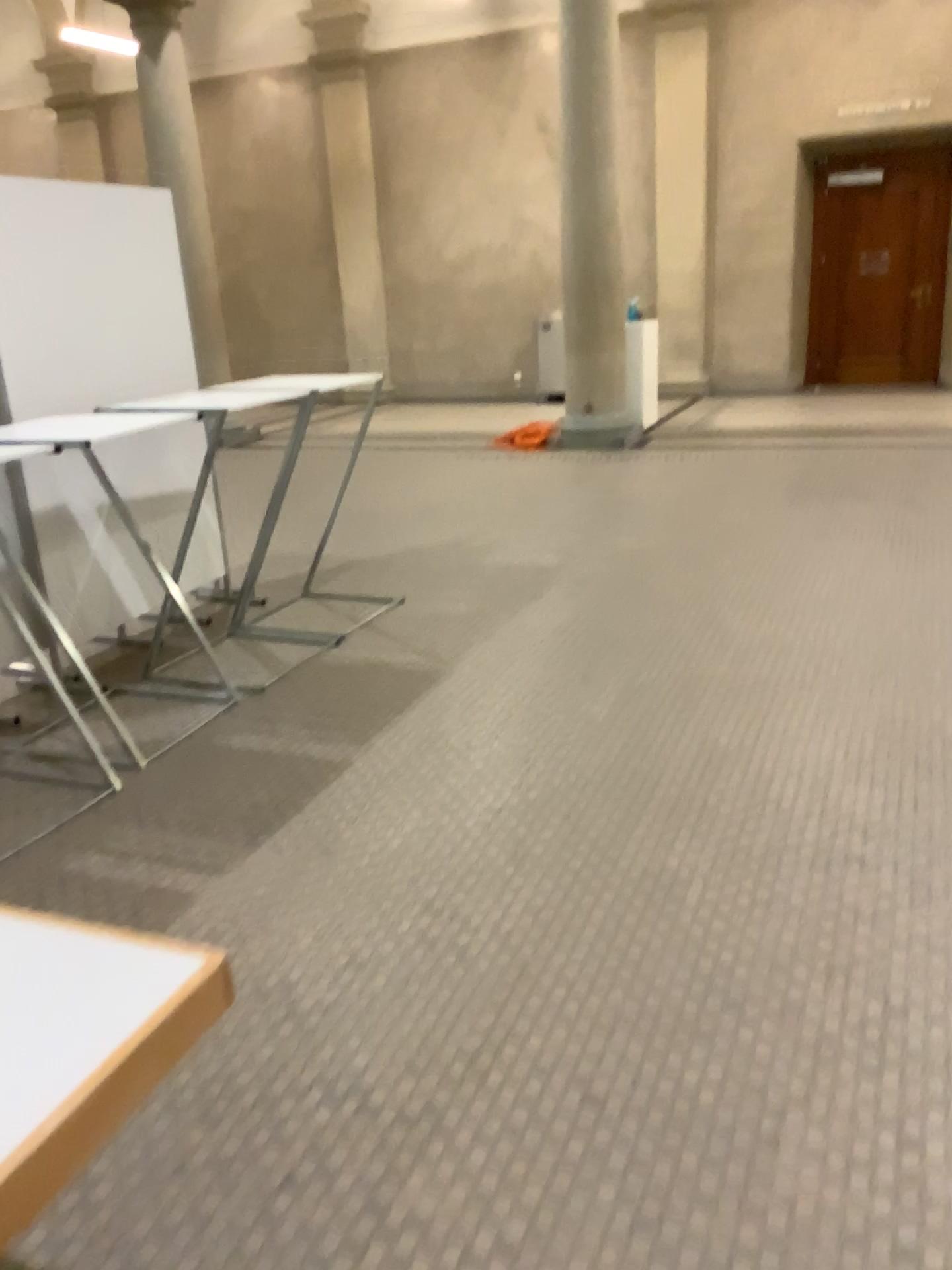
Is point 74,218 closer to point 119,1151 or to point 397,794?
point 397,794

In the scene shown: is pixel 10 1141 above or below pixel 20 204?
below

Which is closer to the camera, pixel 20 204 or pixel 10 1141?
pixel 10 1141

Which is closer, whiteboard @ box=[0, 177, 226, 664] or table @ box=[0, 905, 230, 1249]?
table @ box=[0, 905, 230, 1249]

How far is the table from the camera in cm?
99

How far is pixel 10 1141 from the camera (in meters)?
0.99
